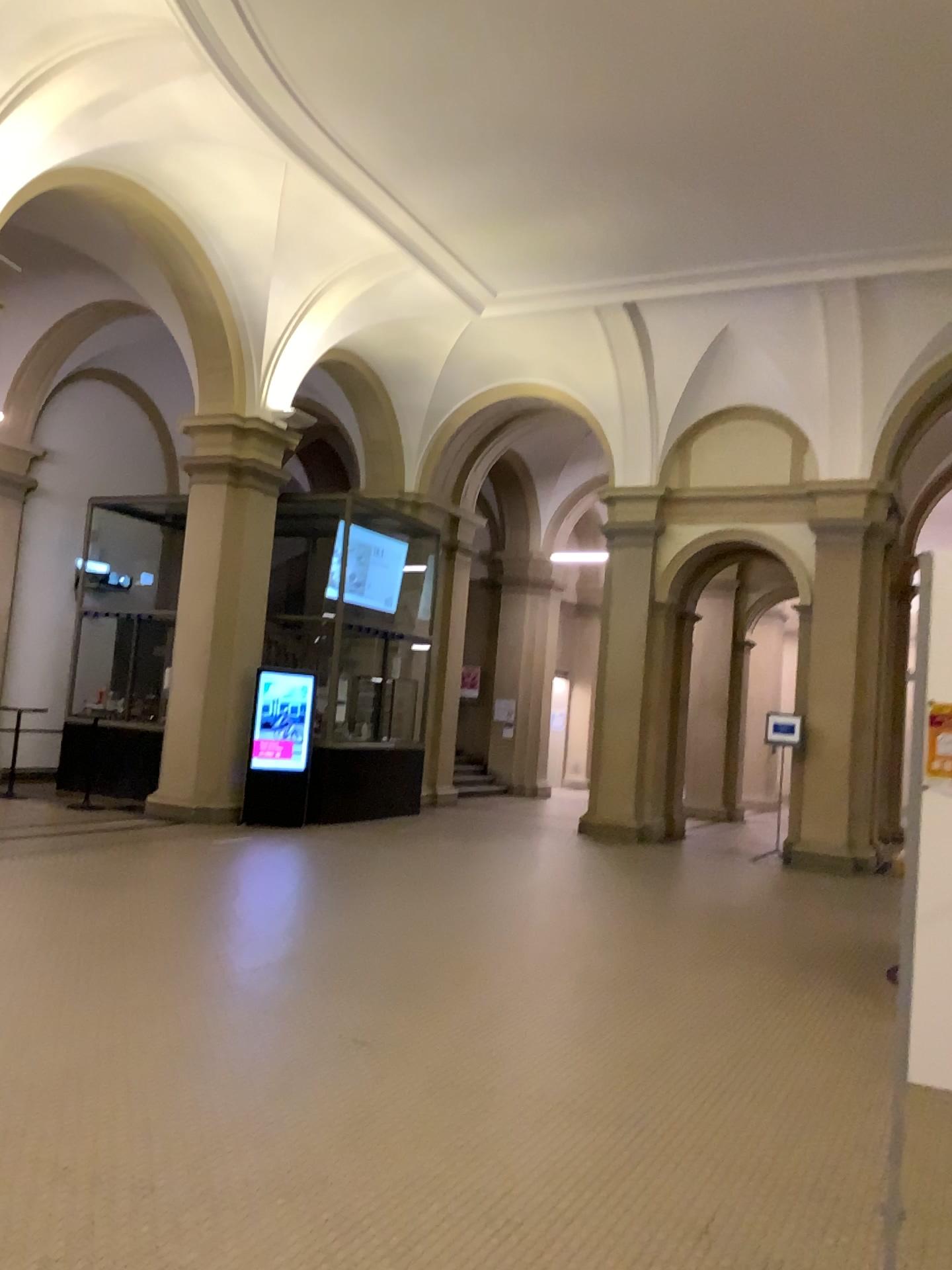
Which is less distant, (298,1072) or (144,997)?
(298,1072)
